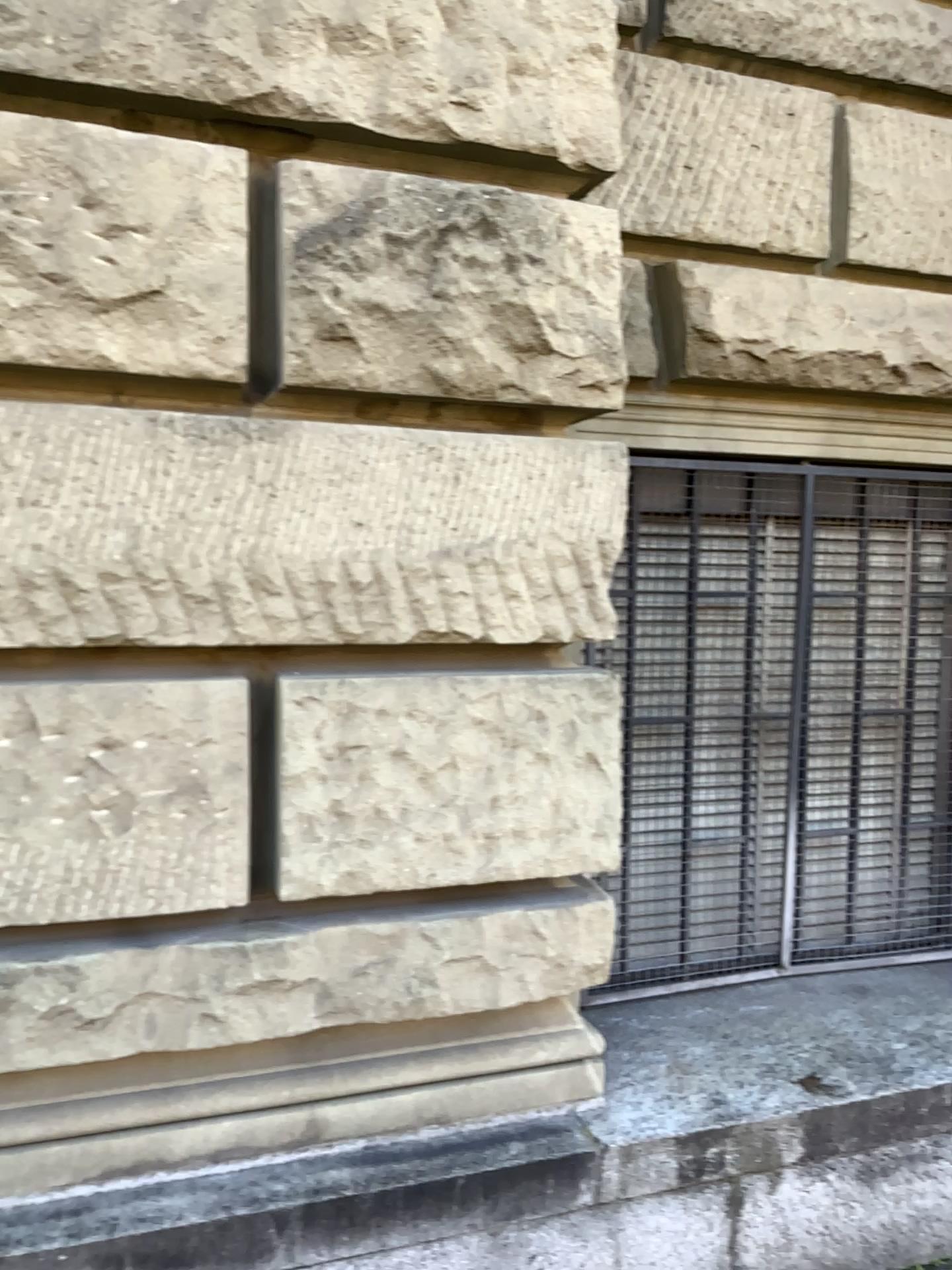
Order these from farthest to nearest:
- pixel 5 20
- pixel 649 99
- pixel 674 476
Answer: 1. pixel 674 476
2. pixel 649 99
3. pixel 5 20

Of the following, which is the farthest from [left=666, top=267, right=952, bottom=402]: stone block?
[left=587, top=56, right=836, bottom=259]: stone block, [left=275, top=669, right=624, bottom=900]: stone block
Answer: [left=275, top=669, right=624, bottom=900]: stone block

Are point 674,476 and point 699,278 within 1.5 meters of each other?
yes

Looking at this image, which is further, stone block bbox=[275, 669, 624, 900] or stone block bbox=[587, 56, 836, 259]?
stone block bbox=[587, 56, 836, 259]

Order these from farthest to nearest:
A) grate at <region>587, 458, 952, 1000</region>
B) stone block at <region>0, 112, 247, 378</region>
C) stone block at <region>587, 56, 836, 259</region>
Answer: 1. grate at <region>587, 458, 952, 1000</region>
2. stone block at <region>587, 56, 836, 259</region>
3. stone block at <region>0, 112, 247, 378</region>

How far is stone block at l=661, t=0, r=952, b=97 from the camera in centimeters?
276cm

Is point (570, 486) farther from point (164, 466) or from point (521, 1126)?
point (521, 1126)

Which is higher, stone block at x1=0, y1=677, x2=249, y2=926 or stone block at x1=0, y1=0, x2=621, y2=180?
stone block at x1=0, y1=0, x2=621, y2=180

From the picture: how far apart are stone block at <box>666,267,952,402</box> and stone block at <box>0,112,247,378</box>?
1.2m

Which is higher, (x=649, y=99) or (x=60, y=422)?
(x=649, y=99)
